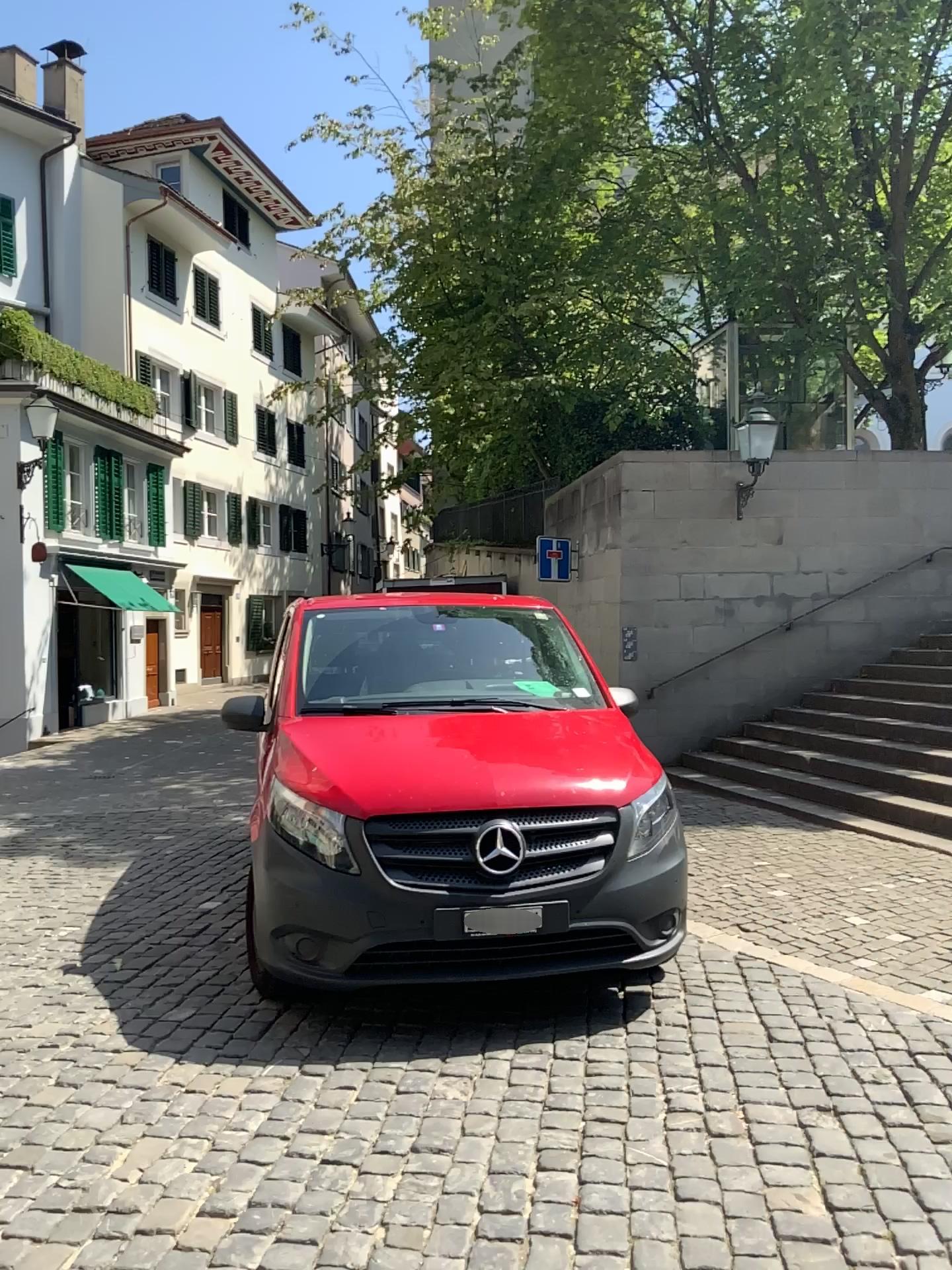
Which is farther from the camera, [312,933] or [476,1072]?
[312,933]
